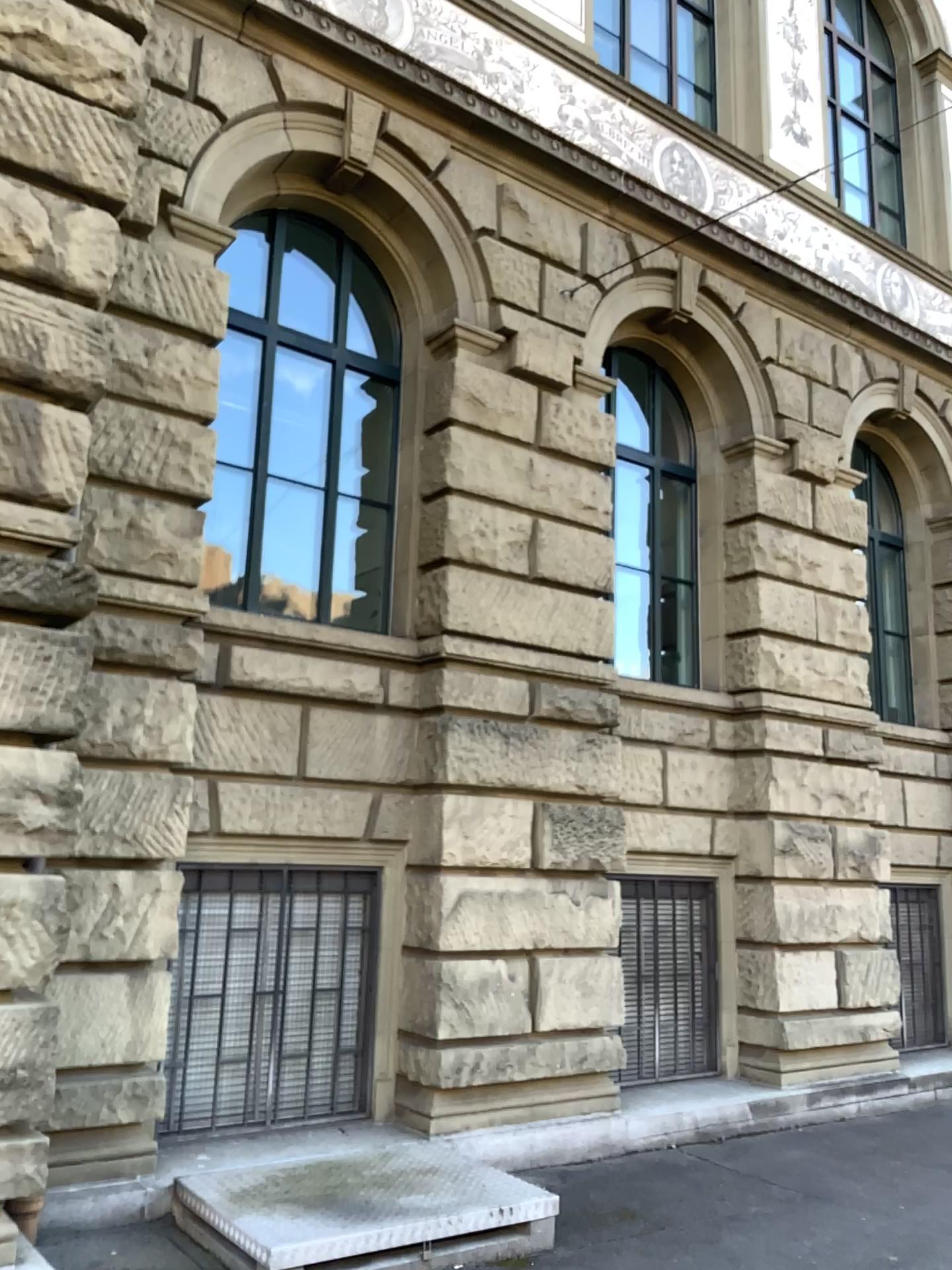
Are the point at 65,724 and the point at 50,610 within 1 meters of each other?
yes
